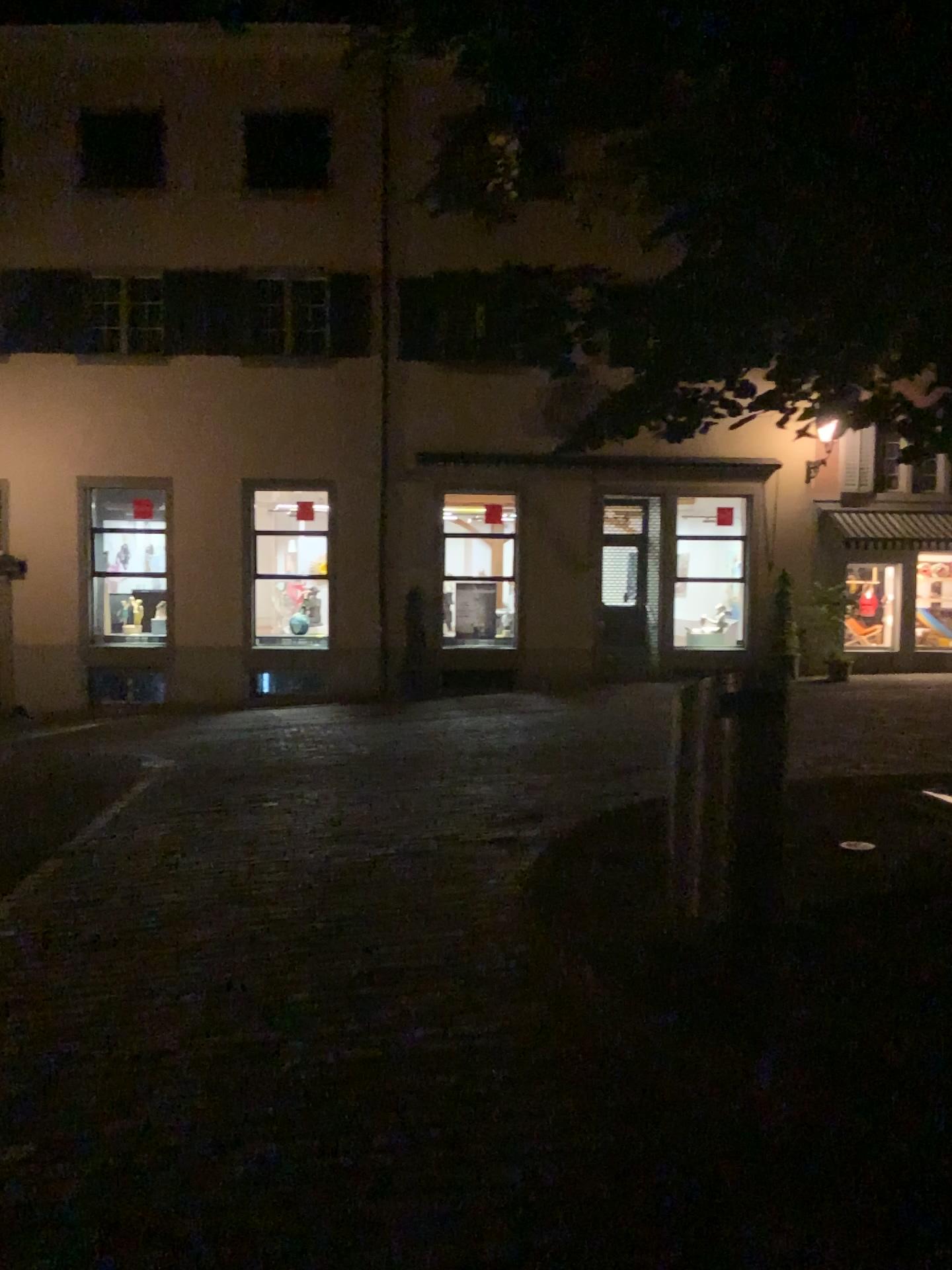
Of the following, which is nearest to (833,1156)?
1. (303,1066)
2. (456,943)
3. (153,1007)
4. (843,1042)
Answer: (843,1042)
